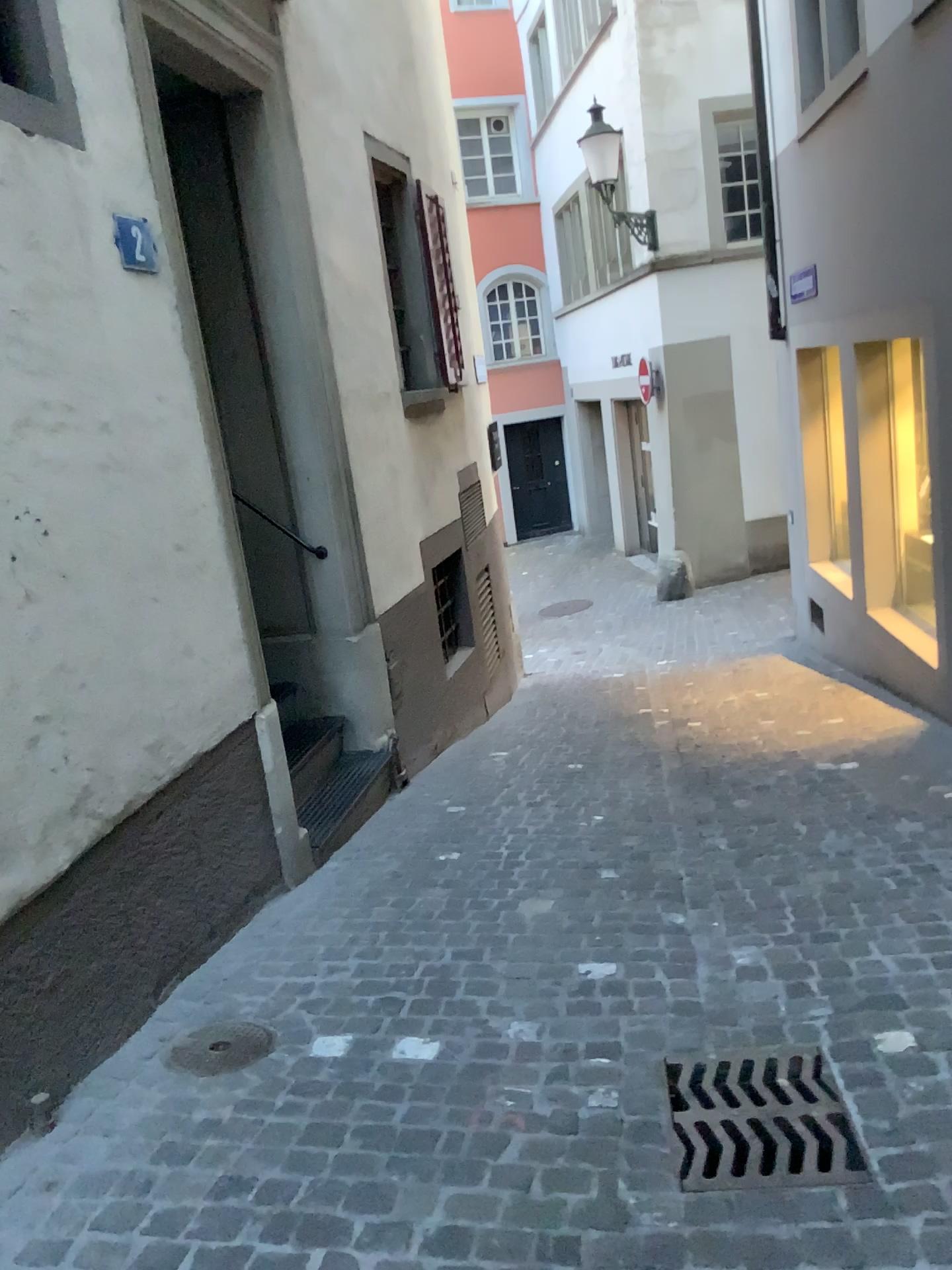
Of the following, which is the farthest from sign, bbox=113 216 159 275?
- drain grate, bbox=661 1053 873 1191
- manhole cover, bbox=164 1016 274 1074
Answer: drain grate, bbox=661 1053 873 1191

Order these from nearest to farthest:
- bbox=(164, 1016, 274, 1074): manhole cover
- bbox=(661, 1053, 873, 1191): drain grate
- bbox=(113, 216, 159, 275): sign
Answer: bbox=(661, 1053, 873, 1191): drain grate < bbox=(164, 1016, 274, 1074): manhole cover < bbox=(113, 216, 159, 275): sign

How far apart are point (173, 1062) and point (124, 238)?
2.31m

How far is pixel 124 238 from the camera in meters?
3.1 m

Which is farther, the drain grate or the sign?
the sign

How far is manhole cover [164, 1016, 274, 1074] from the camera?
2.6 meters

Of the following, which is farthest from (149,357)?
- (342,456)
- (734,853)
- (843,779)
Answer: (843,779)

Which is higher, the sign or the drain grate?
the sign

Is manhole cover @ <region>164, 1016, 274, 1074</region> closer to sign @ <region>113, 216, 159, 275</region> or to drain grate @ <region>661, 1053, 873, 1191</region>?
drain grate @ <region>661, 1053, 873, 1191</region>

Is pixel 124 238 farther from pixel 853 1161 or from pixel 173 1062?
pixel 853 1161
